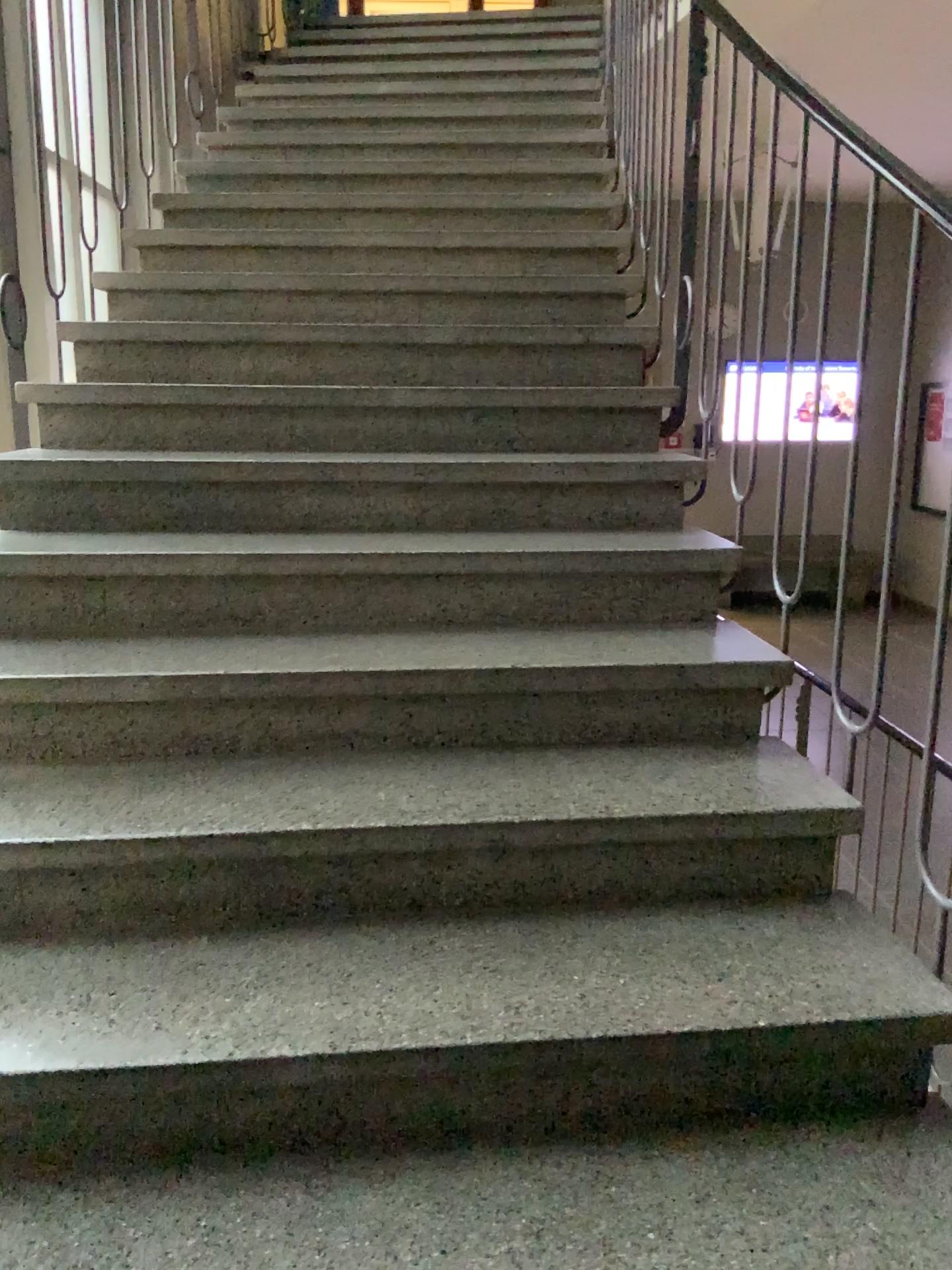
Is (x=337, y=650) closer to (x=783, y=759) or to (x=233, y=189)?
(x=783, y=759)
